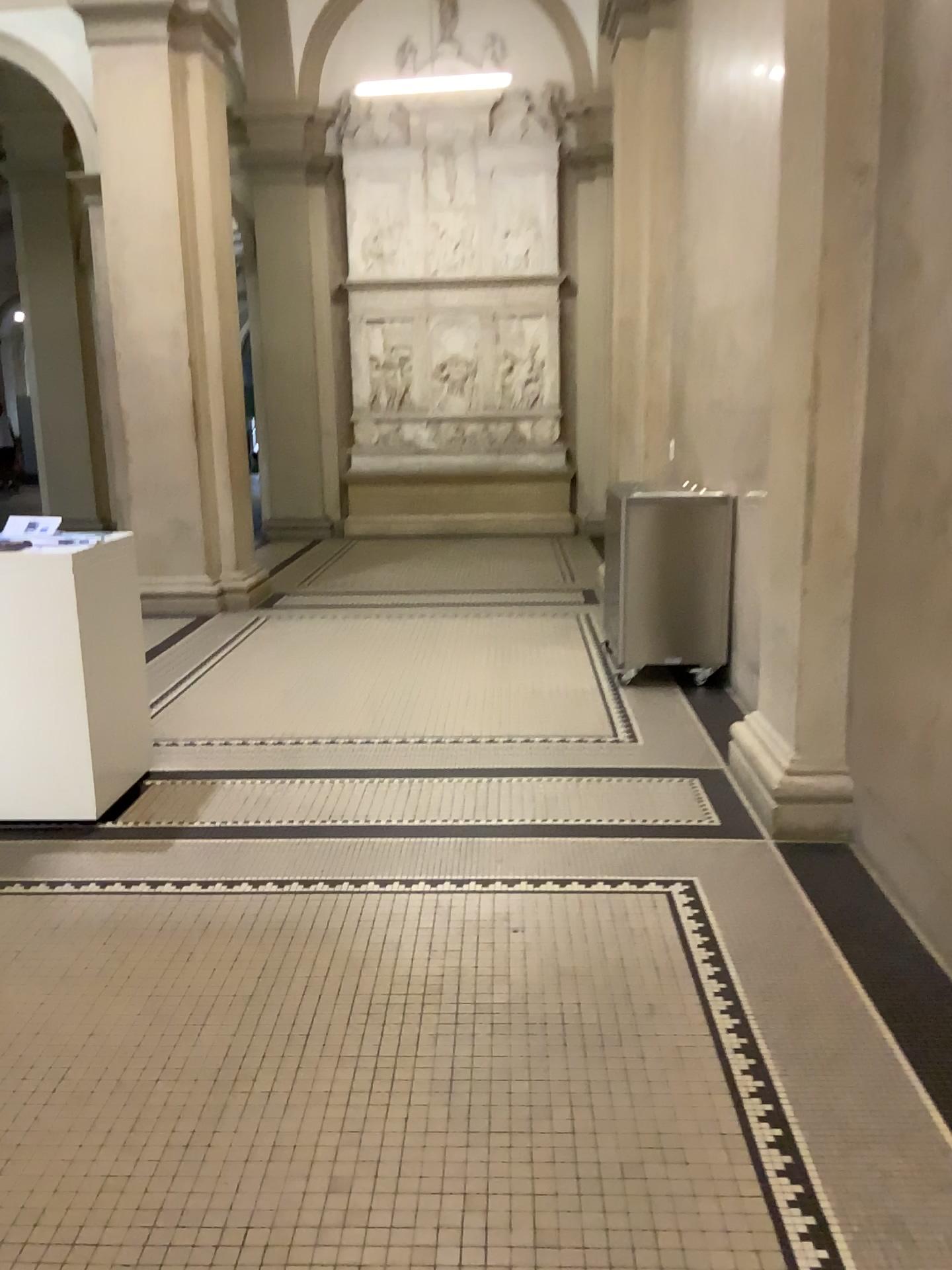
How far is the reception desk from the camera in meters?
3.7 m

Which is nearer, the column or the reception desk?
the column

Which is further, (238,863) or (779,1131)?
(238,863)

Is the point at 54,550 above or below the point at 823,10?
below

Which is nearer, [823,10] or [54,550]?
[823,10]

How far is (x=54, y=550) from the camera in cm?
365
